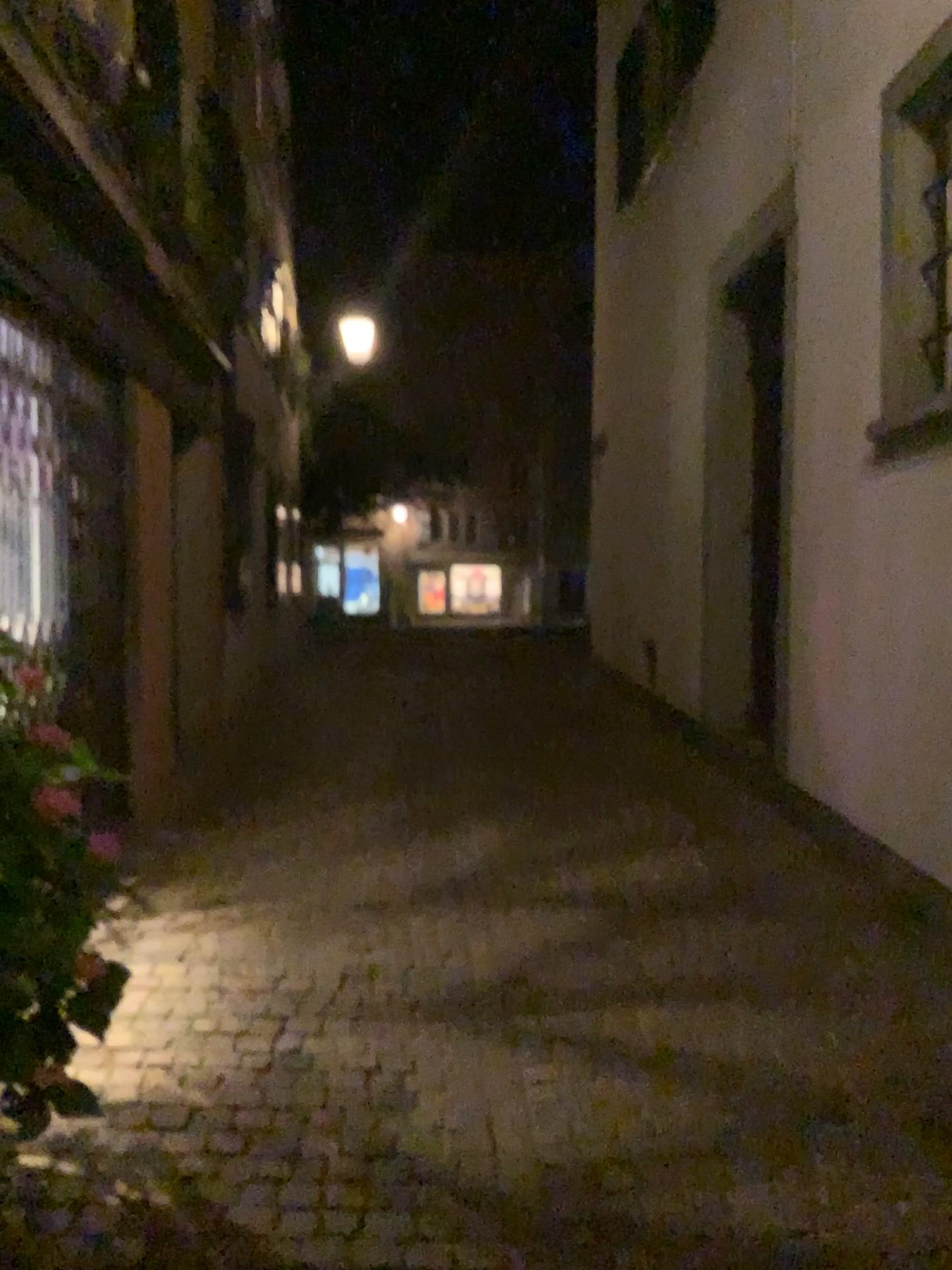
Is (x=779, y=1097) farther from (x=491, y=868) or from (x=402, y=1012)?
(x=491, y=868)

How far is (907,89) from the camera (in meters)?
4.10

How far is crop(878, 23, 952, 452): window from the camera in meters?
4.1
